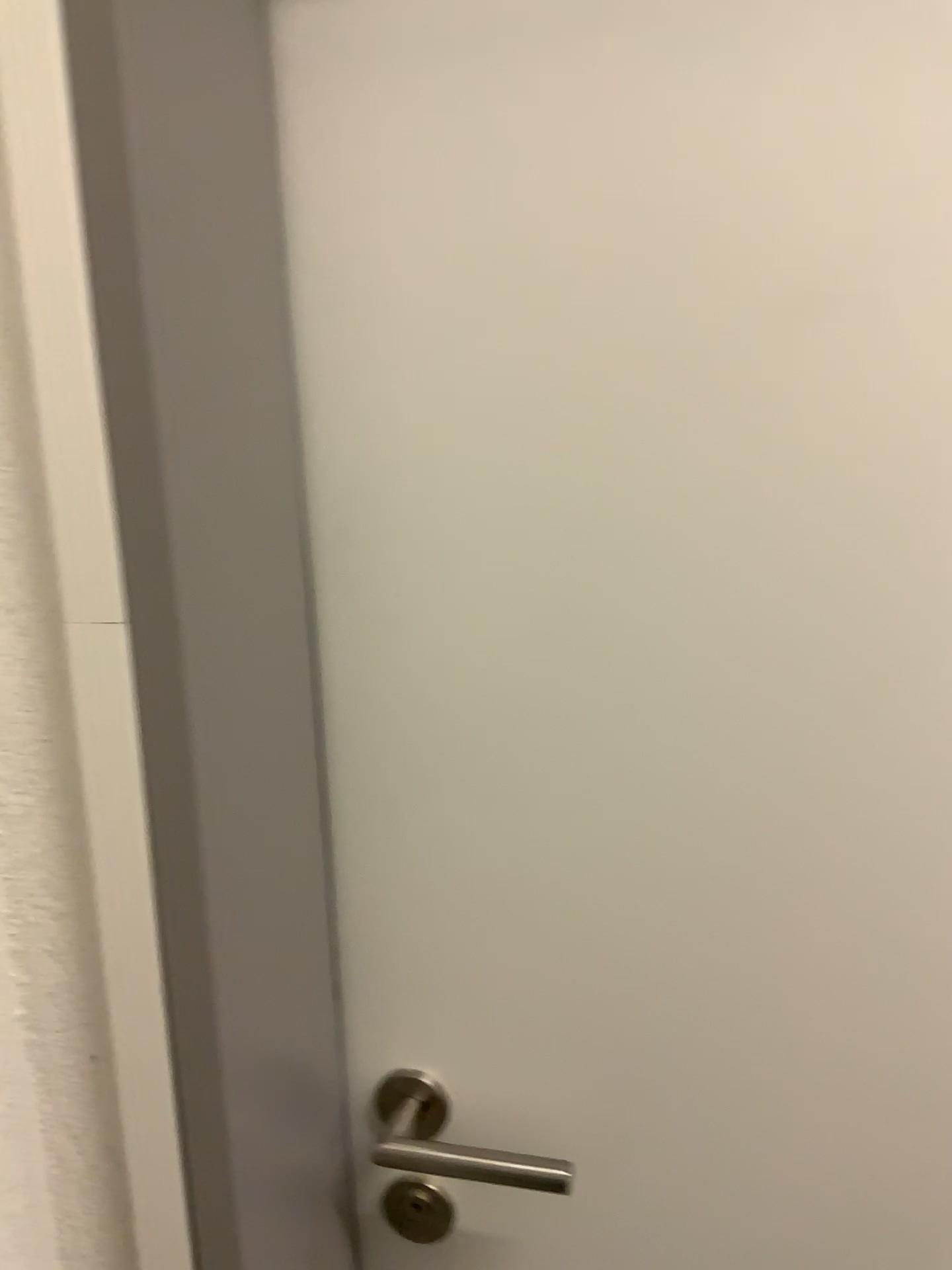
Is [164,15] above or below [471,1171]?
above

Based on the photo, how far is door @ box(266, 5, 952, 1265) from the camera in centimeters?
57cm

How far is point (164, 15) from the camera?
0.52m

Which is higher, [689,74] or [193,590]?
[689,74]

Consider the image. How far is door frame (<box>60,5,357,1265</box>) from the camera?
0.5 meters

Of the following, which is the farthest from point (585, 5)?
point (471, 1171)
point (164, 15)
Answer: point (471, 1171)

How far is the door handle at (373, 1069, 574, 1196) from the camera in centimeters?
68cm
